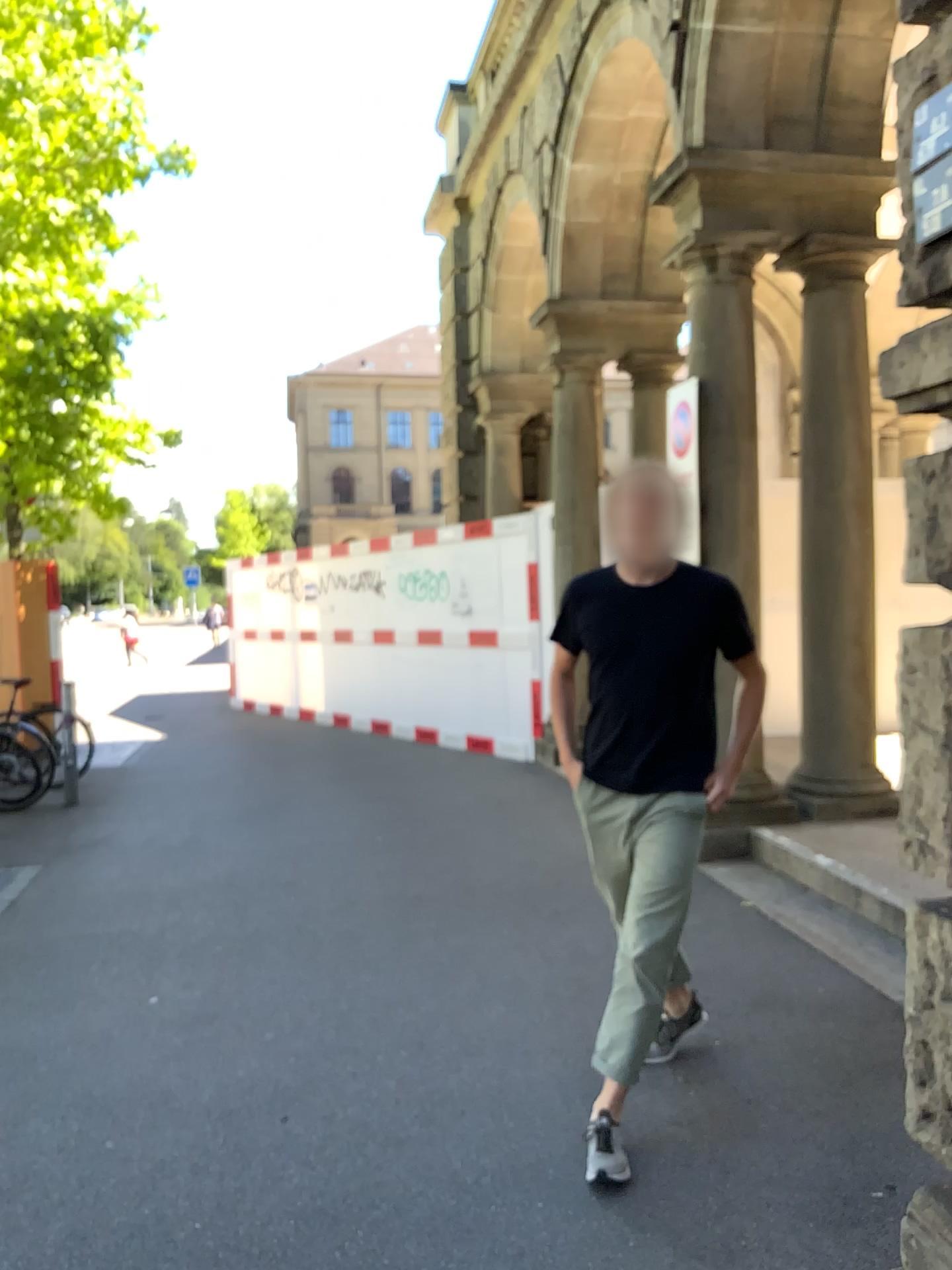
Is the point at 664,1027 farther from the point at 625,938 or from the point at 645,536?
the point at 645,536

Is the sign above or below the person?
above

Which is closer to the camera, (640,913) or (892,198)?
(892,198)

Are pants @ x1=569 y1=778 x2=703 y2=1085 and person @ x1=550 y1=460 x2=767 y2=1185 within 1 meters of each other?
yes

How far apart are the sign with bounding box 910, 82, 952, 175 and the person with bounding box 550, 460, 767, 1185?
1.15m

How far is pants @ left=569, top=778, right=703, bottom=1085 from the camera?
2.8 meters

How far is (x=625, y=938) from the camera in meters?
2.8 m

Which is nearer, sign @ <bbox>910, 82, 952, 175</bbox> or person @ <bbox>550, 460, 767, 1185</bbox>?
sign @ <bbox>910, 82, 952, 175</bbox>

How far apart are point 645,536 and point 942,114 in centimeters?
128cm

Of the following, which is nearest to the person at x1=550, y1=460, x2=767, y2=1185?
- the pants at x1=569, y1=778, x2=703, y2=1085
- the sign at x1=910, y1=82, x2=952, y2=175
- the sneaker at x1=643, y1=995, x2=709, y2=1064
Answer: the pants at x1=569, y1=778, x2=703, y2=1085
